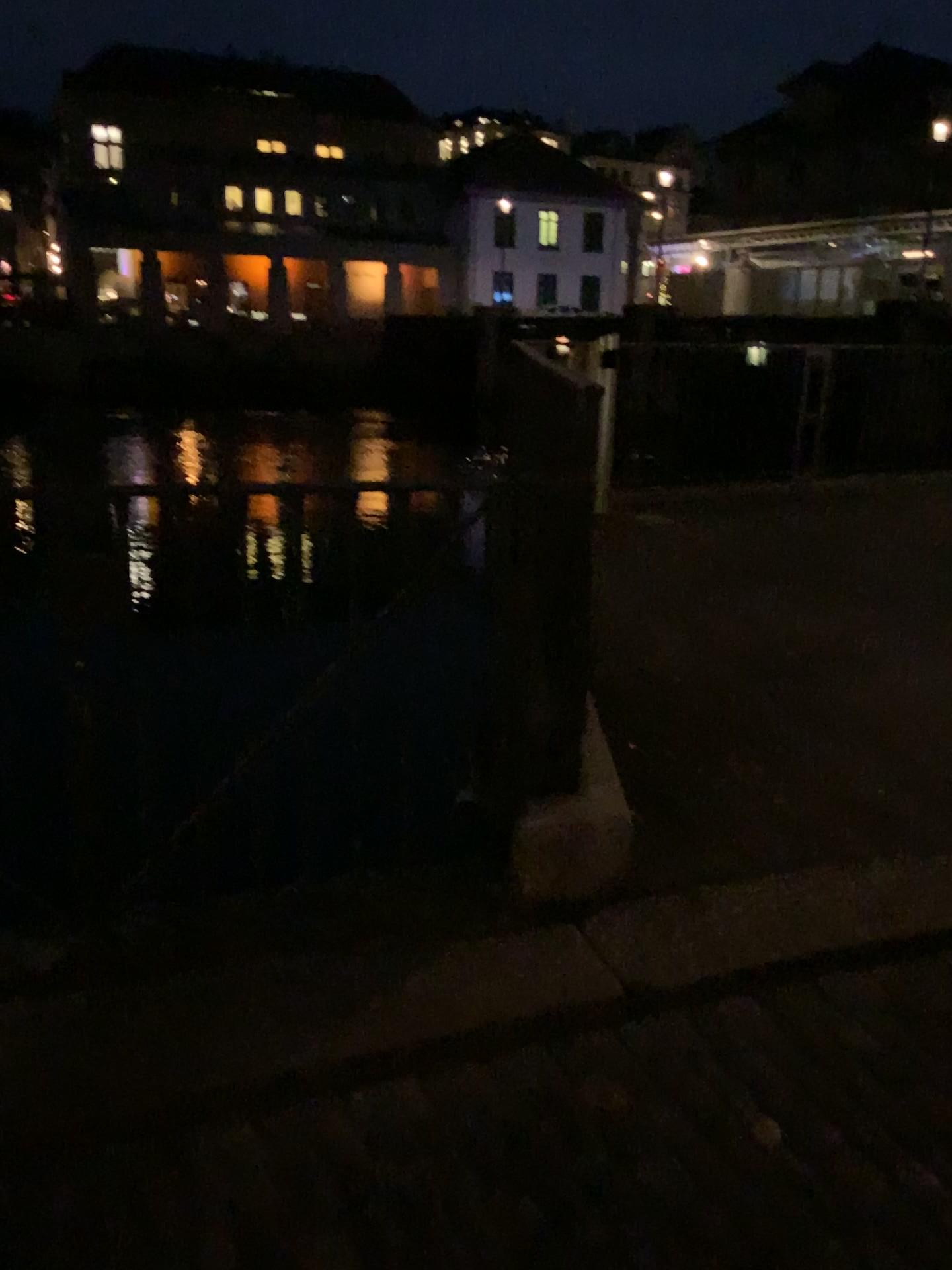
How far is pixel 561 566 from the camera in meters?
3.1 m
